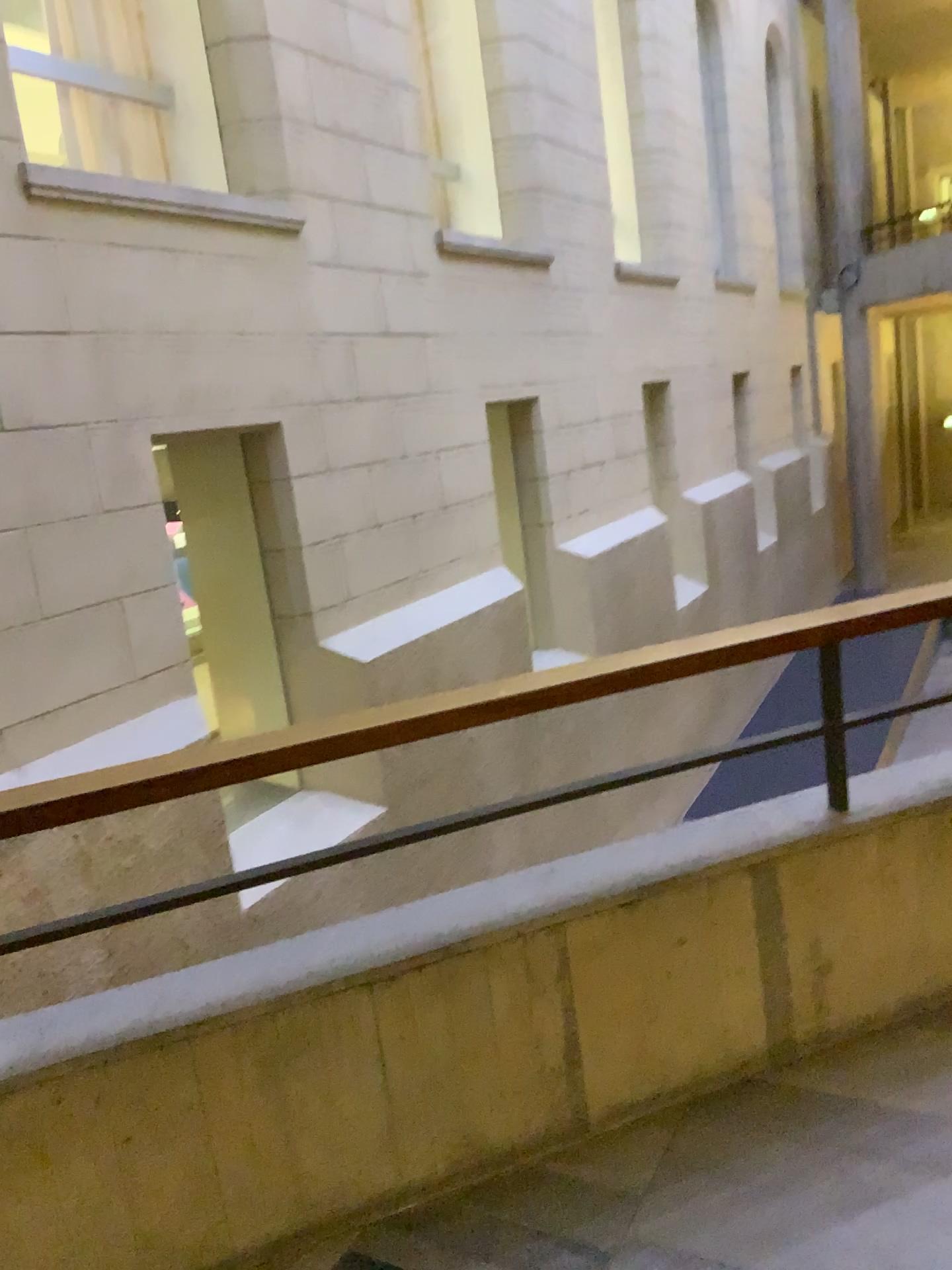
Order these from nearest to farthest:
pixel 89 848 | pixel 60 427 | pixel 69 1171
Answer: pixel 69 1171
pixel 89 848
pixel 60 427
